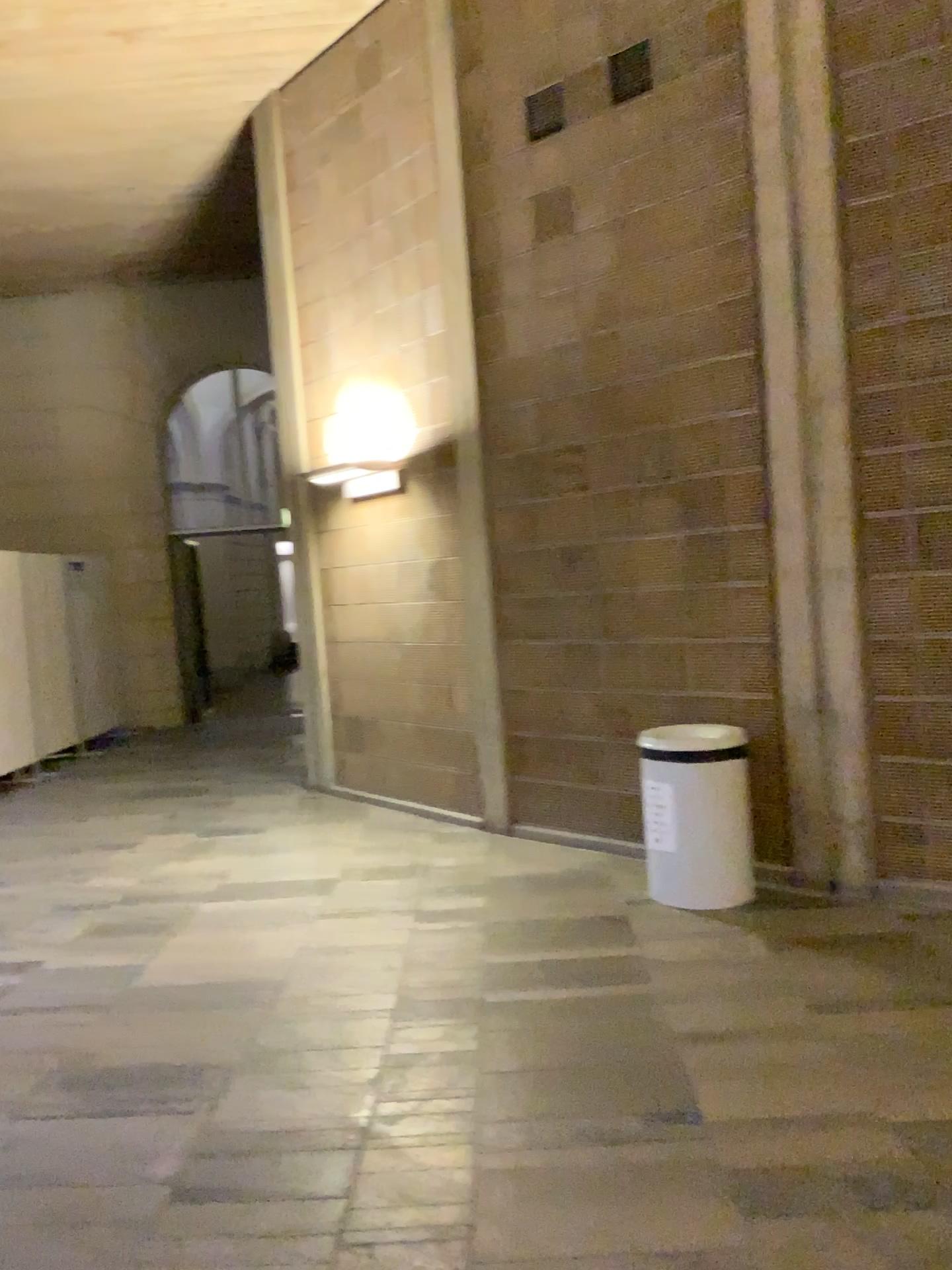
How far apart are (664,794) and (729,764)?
0.31m

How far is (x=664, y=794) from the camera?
4.54m

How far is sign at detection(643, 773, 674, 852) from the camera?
4.5m

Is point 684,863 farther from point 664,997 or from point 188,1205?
point 188,1205

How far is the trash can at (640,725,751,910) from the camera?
4.4 meters

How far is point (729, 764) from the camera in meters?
4.4 m
